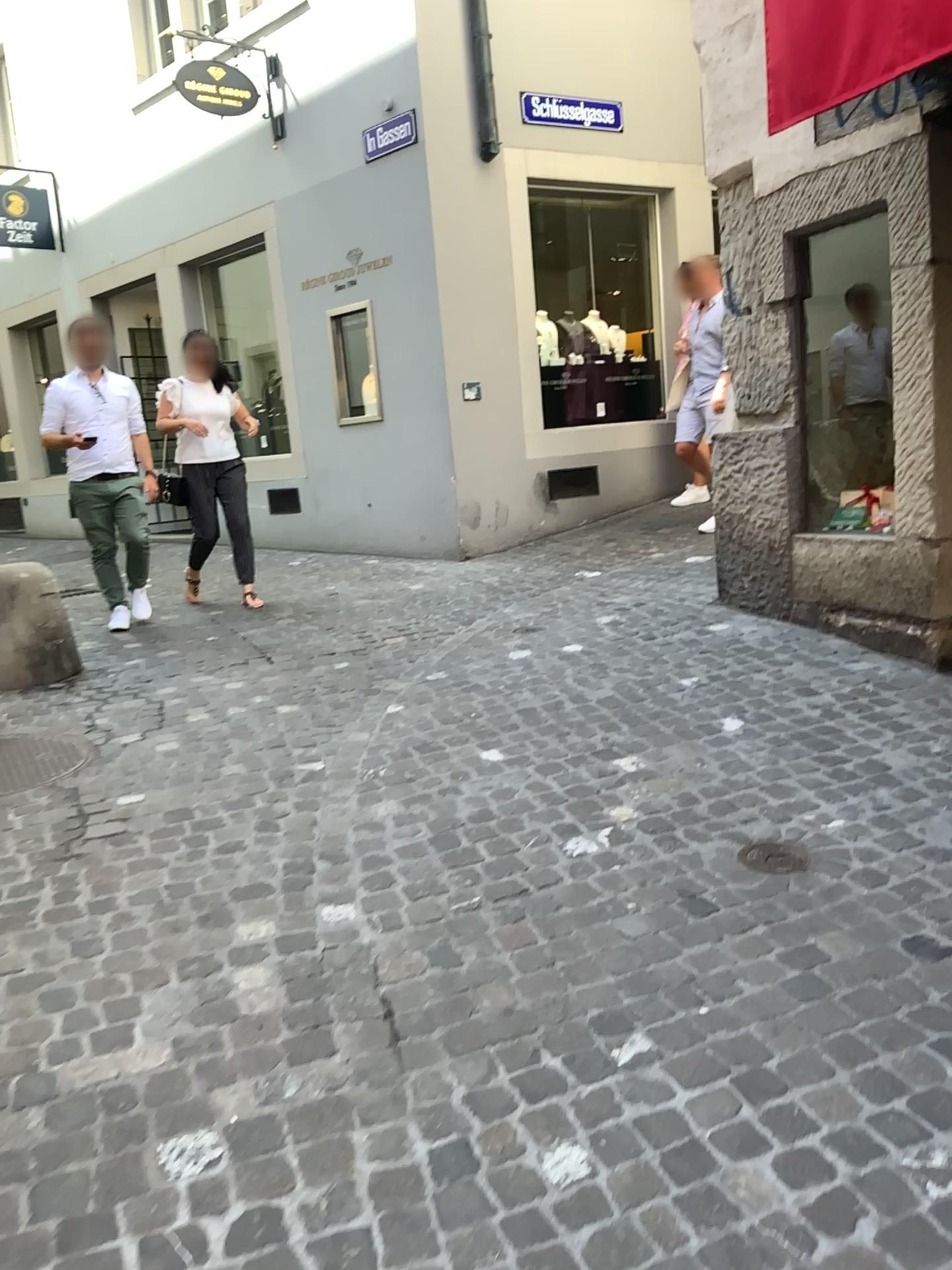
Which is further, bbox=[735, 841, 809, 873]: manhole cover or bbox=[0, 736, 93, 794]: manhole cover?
bbox=[0, 736, 93, 794]: manhole cover

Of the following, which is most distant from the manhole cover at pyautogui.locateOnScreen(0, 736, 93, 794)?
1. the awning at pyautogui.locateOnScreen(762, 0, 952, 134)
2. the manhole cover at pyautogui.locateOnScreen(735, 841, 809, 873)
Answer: the awning at pyautogui.locateOnScreen(762, 0, 952, 134)

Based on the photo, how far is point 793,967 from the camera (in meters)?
2.26

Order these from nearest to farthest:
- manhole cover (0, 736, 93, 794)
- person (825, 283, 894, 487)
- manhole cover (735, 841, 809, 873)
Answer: manhole cover (735, 841, 809, 873)
manhole cover (0, 736, 93, 794)
person (825, 283, 894, 487)

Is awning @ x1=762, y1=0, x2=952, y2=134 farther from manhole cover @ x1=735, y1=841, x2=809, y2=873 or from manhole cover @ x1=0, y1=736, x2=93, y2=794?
manhole cover @ x1=0, y1=736, x2=93, y2=794

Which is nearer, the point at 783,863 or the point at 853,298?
the point at 783,863

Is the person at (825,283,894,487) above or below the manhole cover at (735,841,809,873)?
above

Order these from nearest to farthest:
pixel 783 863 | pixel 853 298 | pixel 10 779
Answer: pixel 783 863 < pixel 10 779 < pixel 853 298

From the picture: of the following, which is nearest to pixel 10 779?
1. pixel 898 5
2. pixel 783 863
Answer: pixel 783 863
